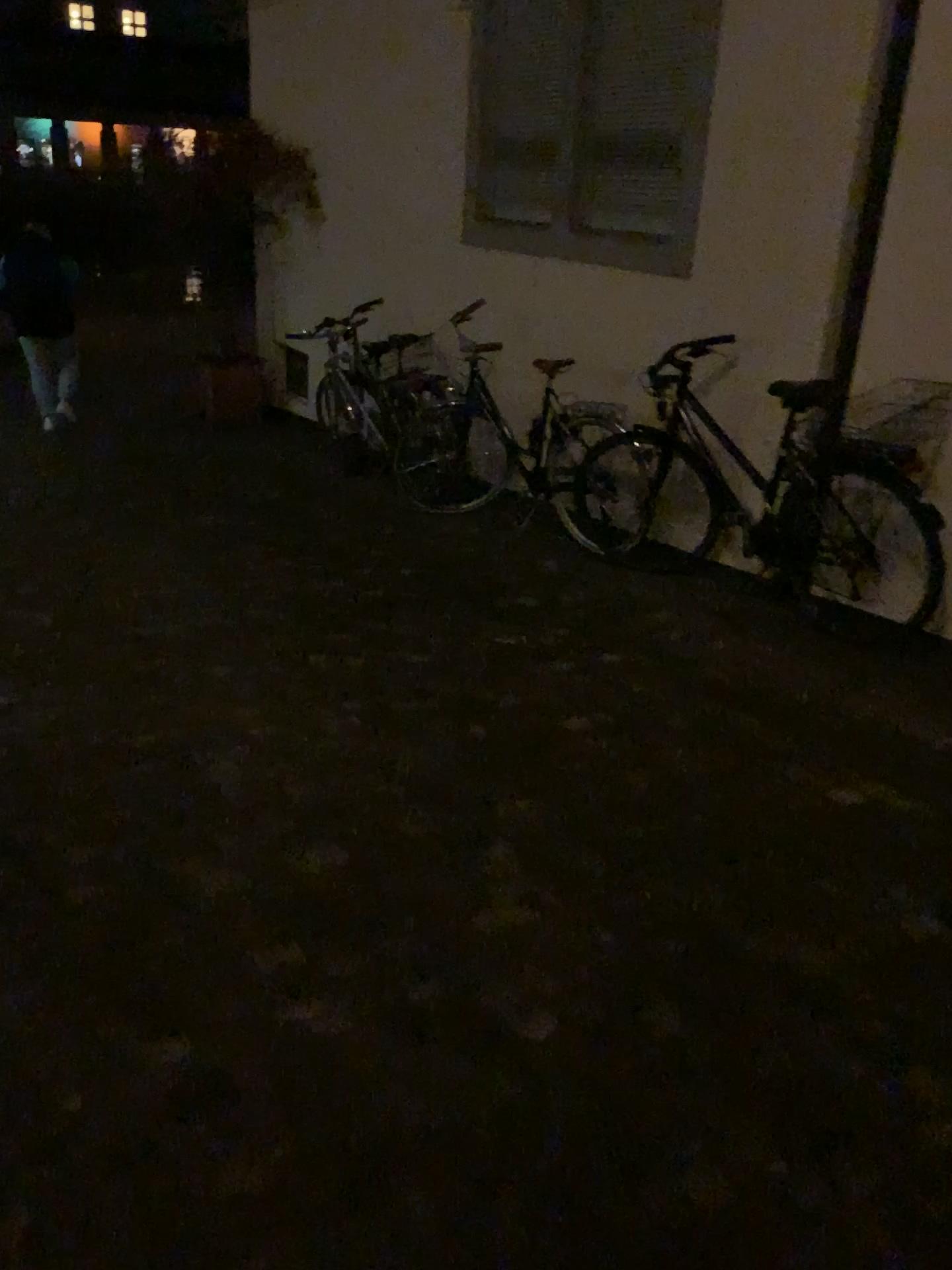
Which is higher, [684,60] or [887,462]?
[684,60]

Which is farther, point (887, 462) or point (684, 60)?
point (684, 60)

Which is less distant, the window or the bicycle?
the bicycle

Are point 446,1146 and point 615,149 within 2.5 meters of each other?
no

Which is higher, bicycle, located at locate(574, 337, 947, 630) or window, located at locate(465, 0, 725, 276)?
window, located at locate(465, 0, 725, 276)
